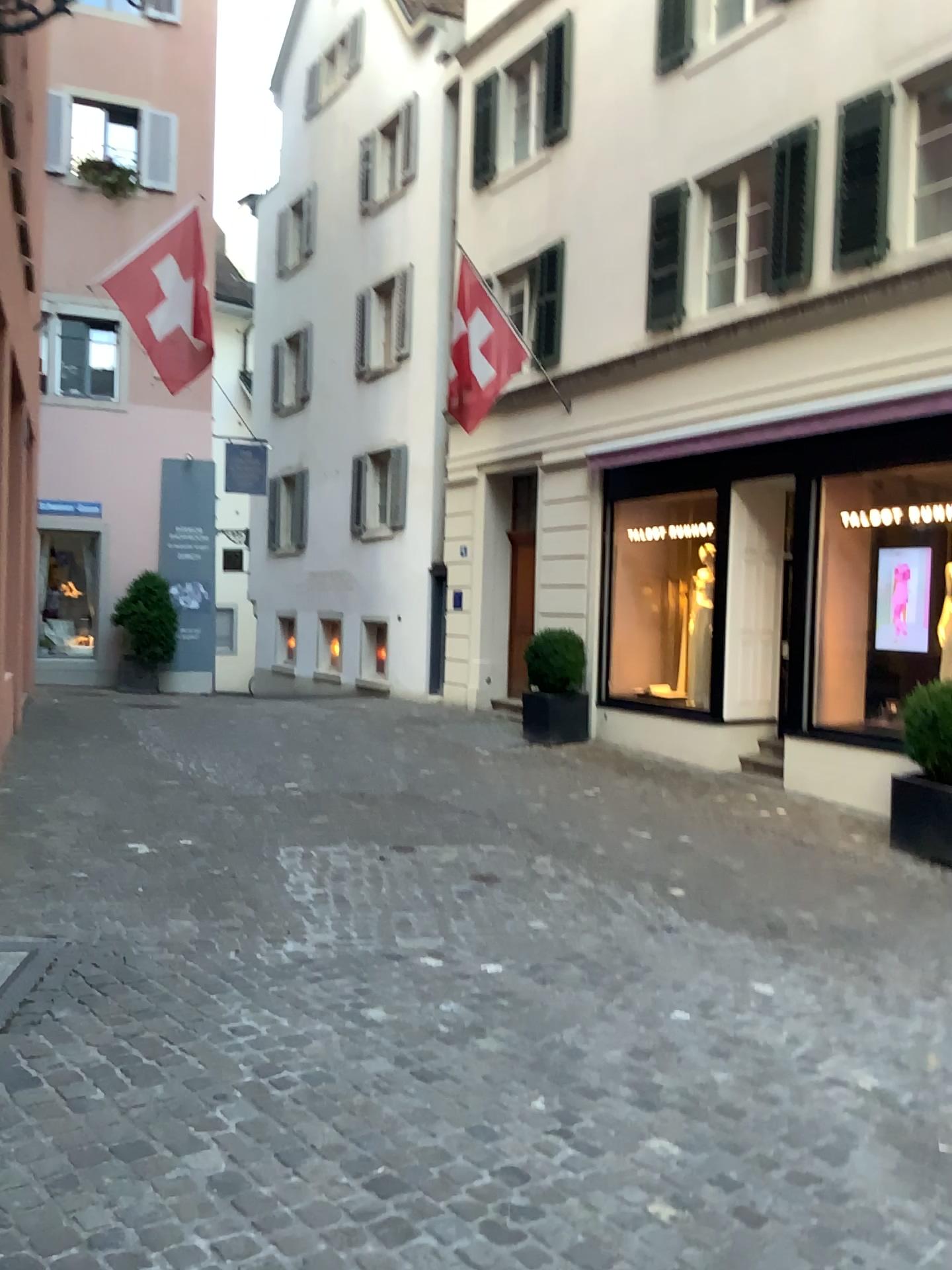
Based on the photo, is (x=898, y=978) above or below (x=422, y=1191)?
below
